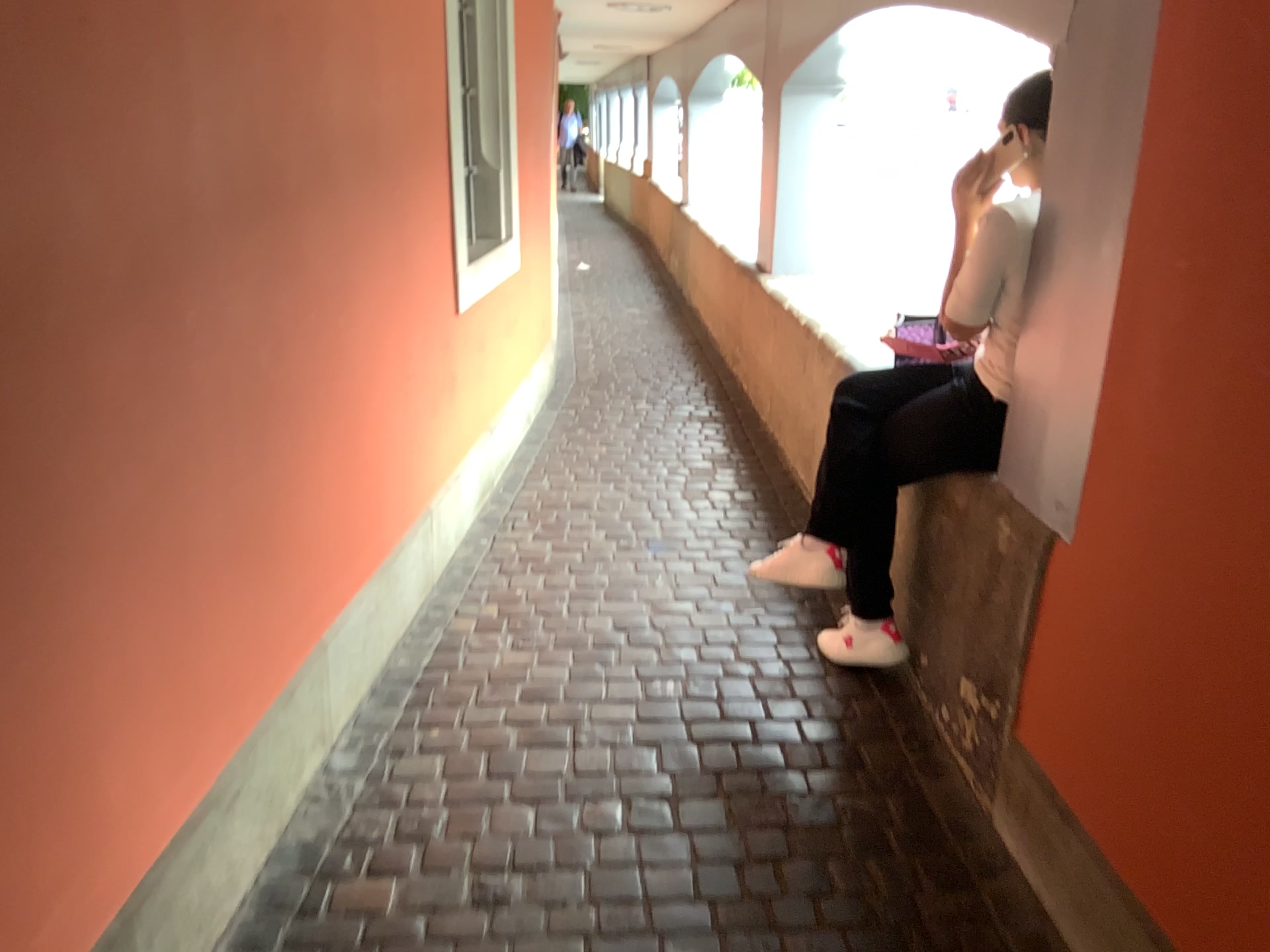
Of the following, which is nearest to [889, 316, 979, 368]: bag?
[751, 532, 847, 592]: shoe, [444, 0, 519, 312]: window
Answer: [751, 532, 847, 592]: shoe

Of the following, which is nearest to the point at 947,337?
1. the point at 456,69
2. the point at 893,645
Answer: the point at 893,645

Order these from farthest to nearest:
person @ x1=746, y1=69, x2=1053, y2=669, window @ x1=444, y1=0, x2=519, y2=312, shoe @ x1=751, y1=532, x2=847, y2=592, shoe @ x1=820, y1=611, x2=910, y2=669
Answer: window @ x1=444, y1=0, x2=519, y2=312 → shoe @ x1=820, y1=611, x2=910, y2=669 → shoe @ x1=751, y1=532, x2=847, y2=592 → person @ x1=746, y1=69, x2=1053, y2=669

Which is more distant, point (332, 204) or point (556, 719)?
point (556, 719)

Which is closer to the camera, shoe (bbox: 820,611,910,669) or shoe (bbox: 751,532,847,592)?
shoe (bbox: 751,532,847,592)

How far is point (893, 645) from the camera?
2.8 meters

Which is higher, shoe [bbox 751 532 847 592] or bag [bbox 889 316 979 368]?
bag [bbox 889 316 979 368]

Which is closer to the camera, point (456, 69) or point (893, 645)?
point (893, 645)

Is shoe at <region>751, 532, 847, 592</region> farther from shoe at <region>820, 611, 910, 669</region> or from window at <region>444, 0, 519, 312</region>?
window at <region>444, 0, 519, 312</region>

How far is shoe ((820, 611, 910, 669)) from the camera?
2.76m
